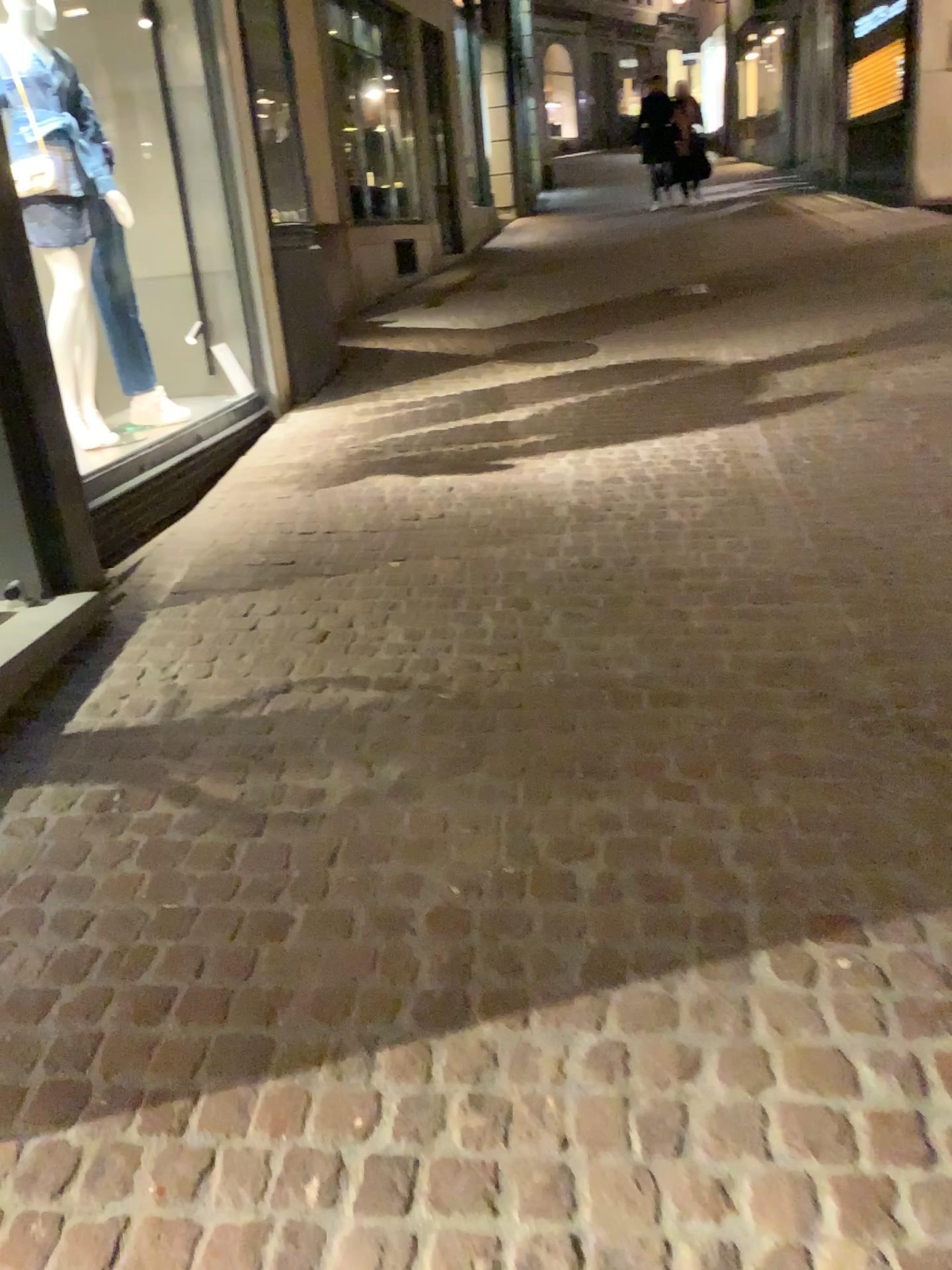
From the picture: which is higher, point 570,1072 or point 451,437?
point 451,437
